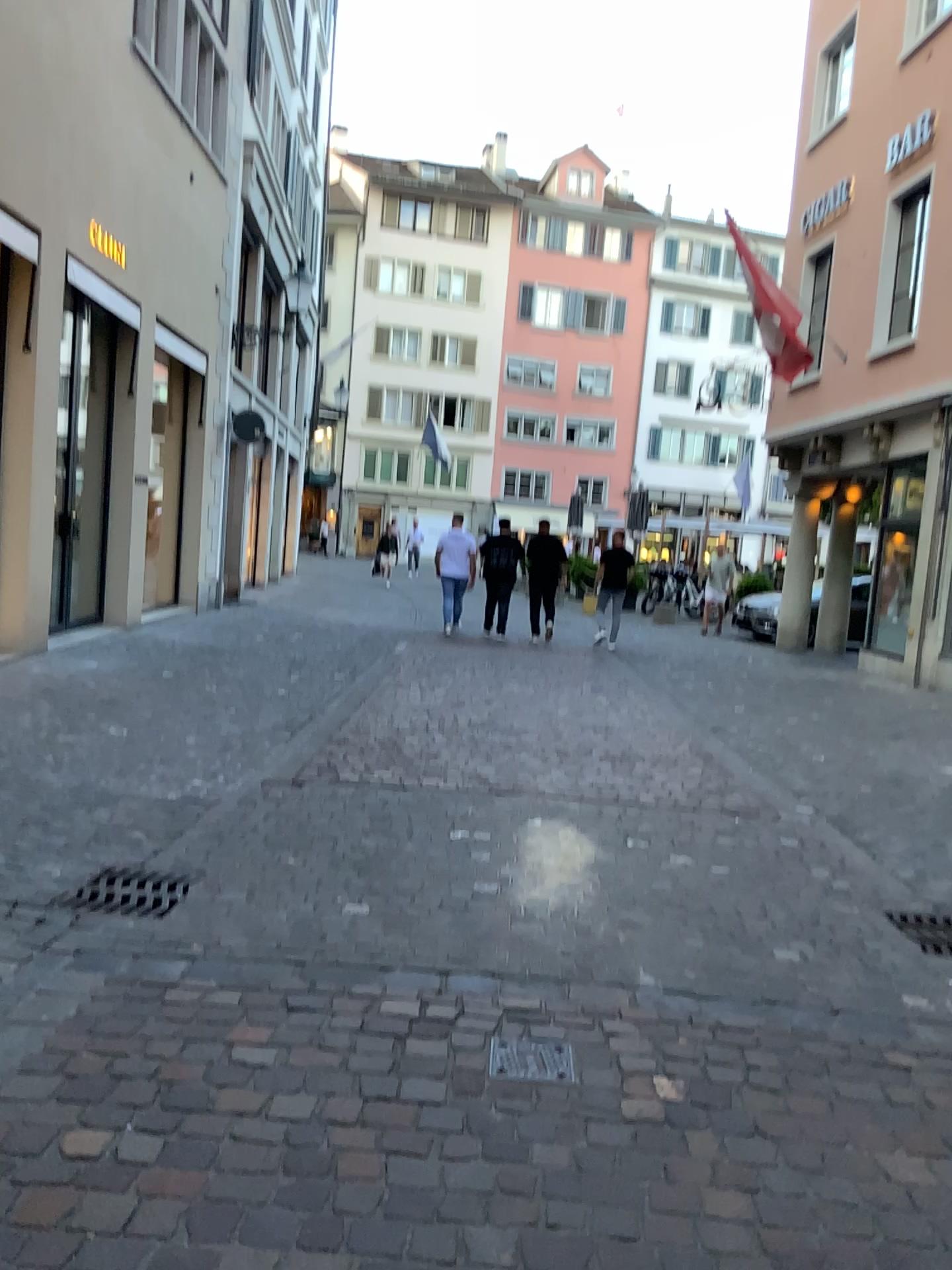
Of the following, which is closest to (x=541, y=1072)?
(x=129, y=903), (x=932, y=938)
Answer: (x=129, y=903)

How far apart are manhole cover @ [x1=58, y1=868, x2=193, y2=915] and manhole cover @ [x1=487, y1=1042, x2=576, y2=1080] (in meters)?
1.49

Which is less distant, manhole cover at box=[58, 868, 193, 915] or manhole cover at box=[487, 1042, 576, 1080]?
manhole cover at box=[487, 1042, 576, 1080]

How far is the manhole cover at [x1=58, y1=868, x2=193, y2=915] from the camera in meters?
3.7 m

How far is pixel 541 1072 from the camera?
2.58m

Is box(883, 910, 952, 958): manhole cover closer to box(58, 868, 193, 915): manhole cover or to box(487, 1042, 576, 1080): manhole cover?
box(487, 1042, 576, 1080): manhole cover

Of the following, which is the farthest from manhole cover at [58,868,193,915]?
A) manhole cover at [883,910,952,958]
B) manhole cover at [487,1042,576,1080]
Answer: manhole cover at [883,910,952,958]

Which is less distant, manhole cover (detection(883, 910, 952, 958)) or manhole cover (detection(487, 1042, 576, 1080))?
manhole cover (detection(487, 1042, 576, 1080))

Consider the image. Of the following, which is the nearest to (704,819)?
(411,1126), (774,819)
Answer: (774,819)

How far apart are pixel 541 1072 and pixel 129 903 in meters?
1.8 m
